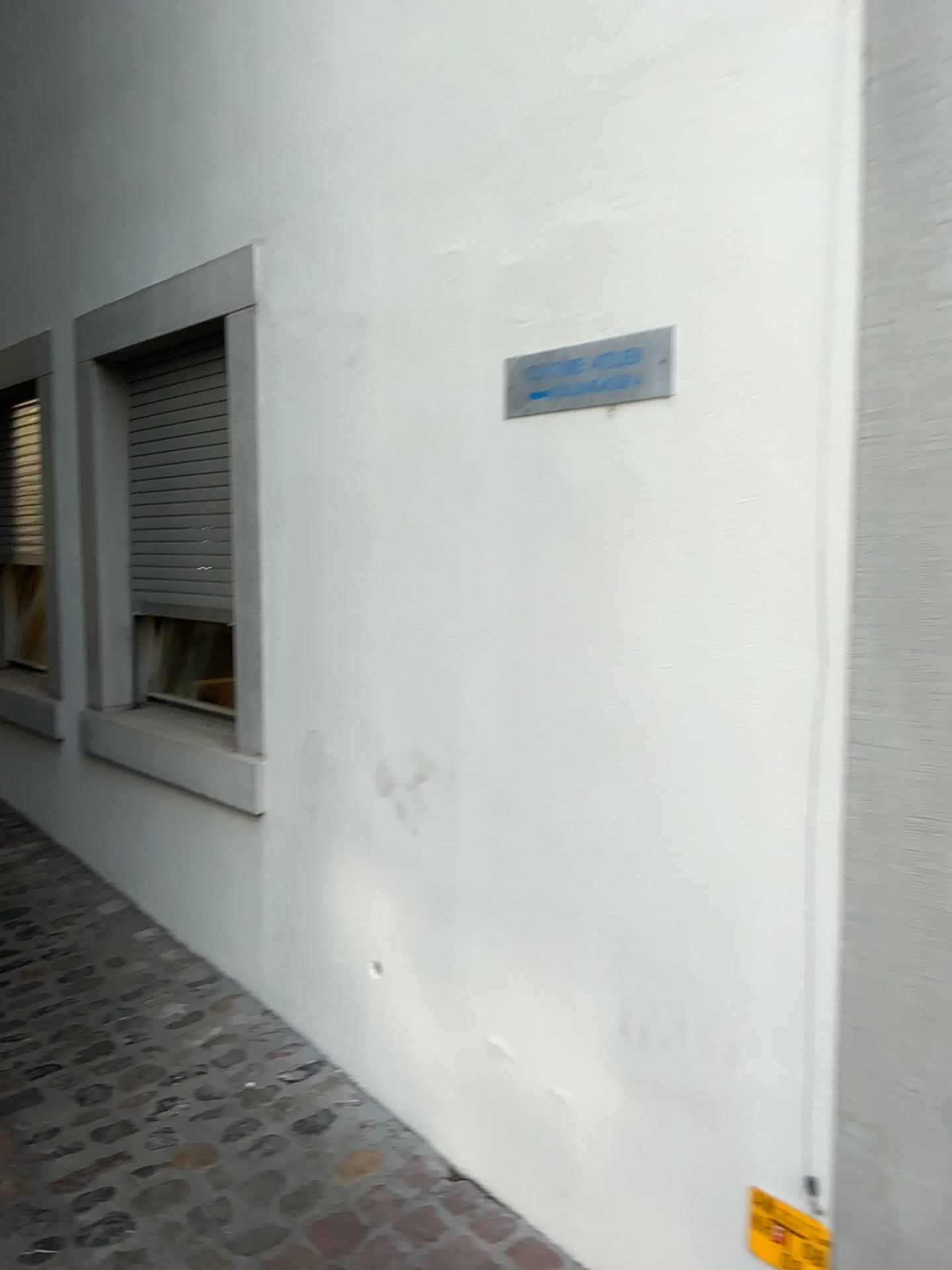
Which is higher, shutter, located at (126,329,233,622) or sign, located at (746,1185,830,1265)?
shutter, located at (126,329,233,622)

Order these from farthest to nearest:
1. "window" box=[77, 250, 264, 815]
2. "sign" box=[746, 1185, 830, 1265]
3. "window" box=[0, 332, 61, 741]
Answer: "window" box=[0, 332, 61, 741], "window" box=[77, 250, 264, 815], "sign" box=[746, 1185, 830, 1265]

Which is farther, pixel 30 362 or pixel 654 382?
pixel 30 362

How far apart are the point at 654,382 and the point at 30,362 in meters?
2.9

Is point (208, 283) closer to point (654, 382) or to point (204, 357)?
point (204, 357)

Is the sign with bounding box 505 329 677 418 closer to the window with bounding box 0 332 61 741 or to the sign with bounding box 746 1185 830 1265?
the sign with bounding box 746 1185 830 1265

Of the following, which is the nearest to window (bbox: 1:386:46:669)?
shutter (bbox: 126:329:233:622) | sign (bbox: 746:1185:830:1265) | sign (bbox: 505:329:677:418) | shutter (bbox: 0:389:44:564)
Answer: shutter (bbox: 0:389:44:564)

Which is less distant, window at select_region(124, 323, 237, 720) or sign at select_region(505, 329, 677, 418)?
sign at select_region(505, 329, 677, 418)

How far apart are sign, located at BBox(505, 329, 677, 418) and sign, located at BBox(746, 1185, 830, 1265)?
1.3 meters

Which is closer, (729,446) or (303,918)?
(729,446)
